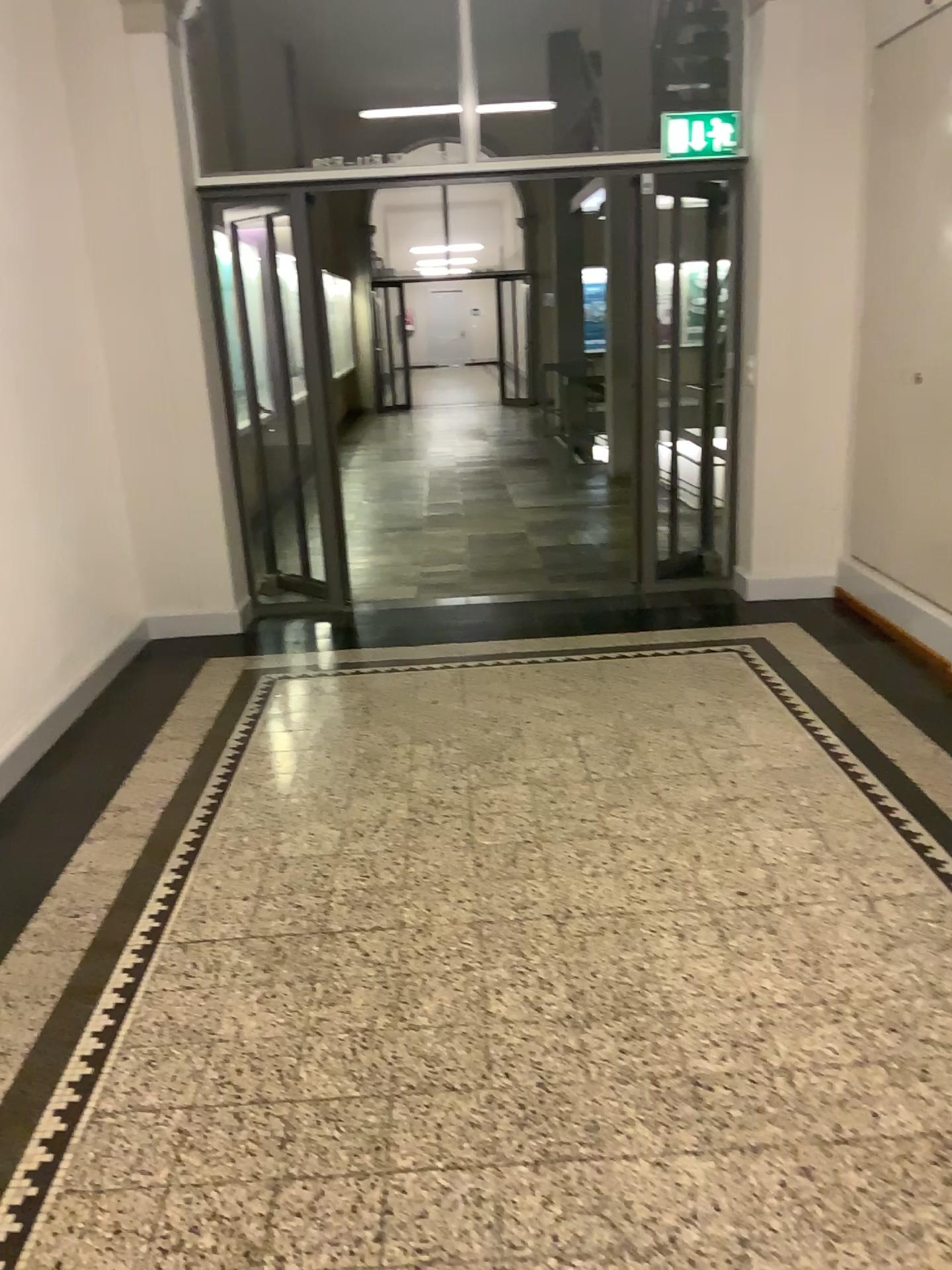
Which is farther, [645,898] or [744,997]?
[645,898]
